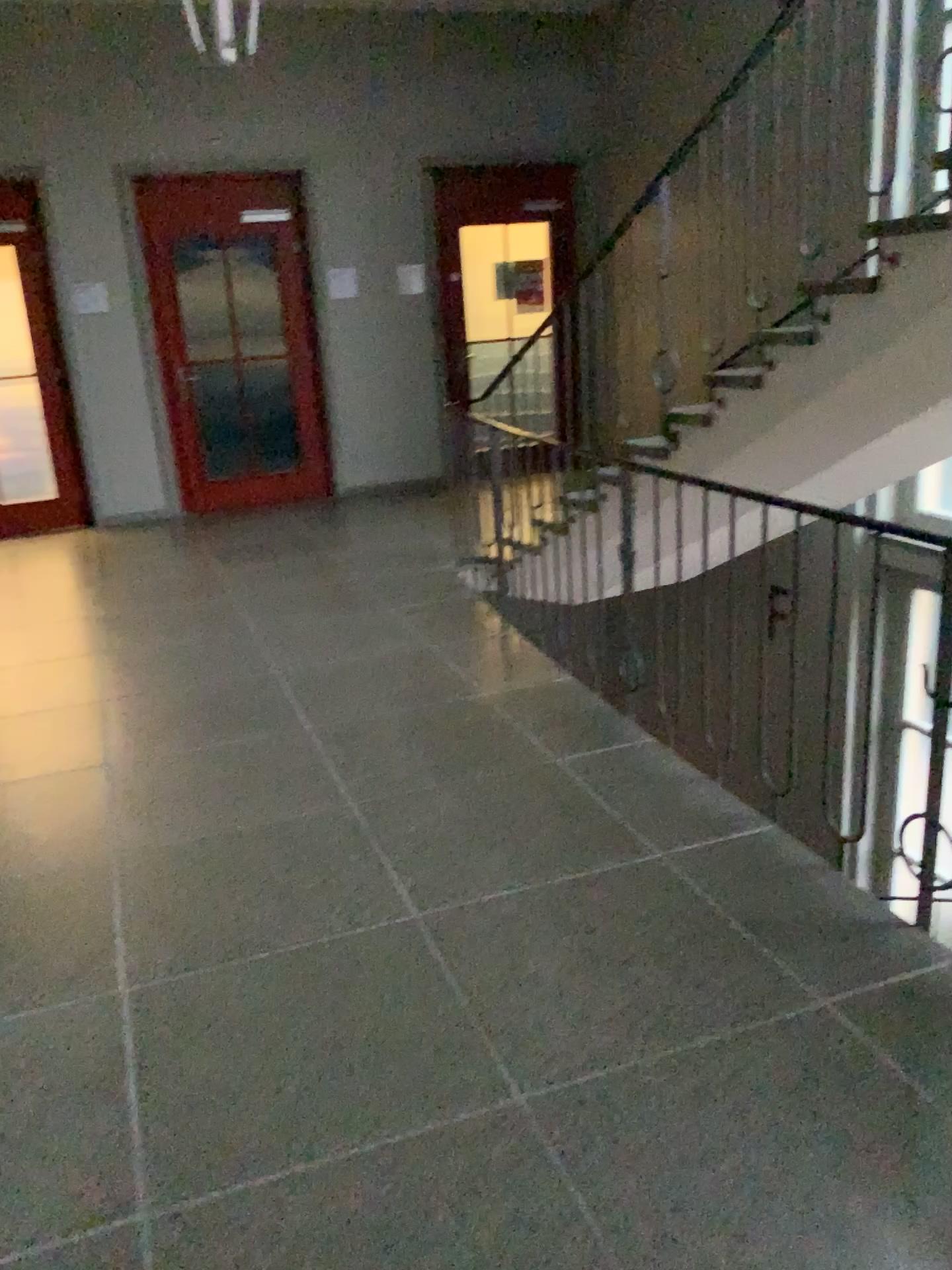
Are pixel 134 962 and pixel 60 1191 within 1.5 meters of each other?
yes
